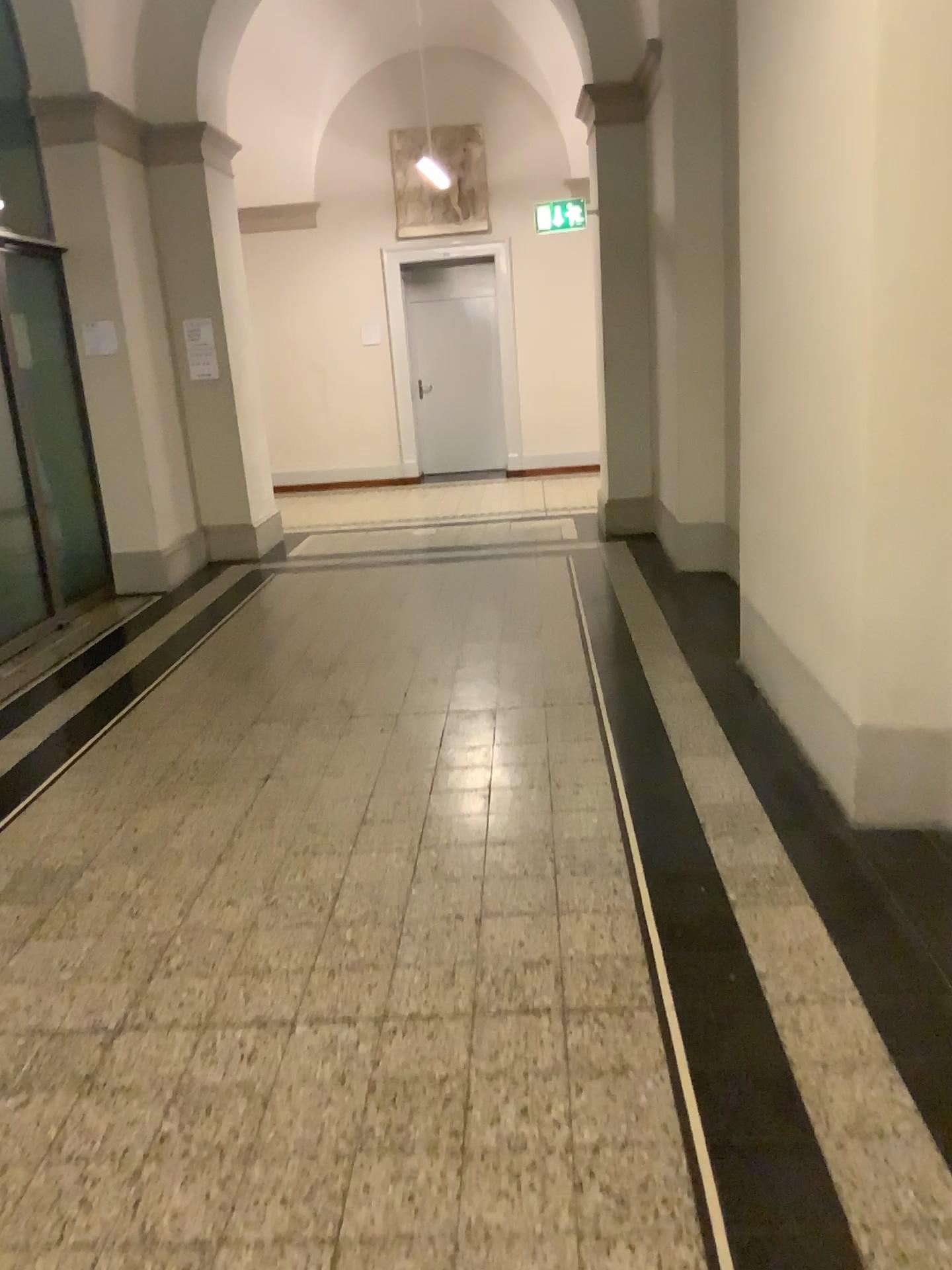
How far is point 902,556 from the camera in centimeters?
275cm
